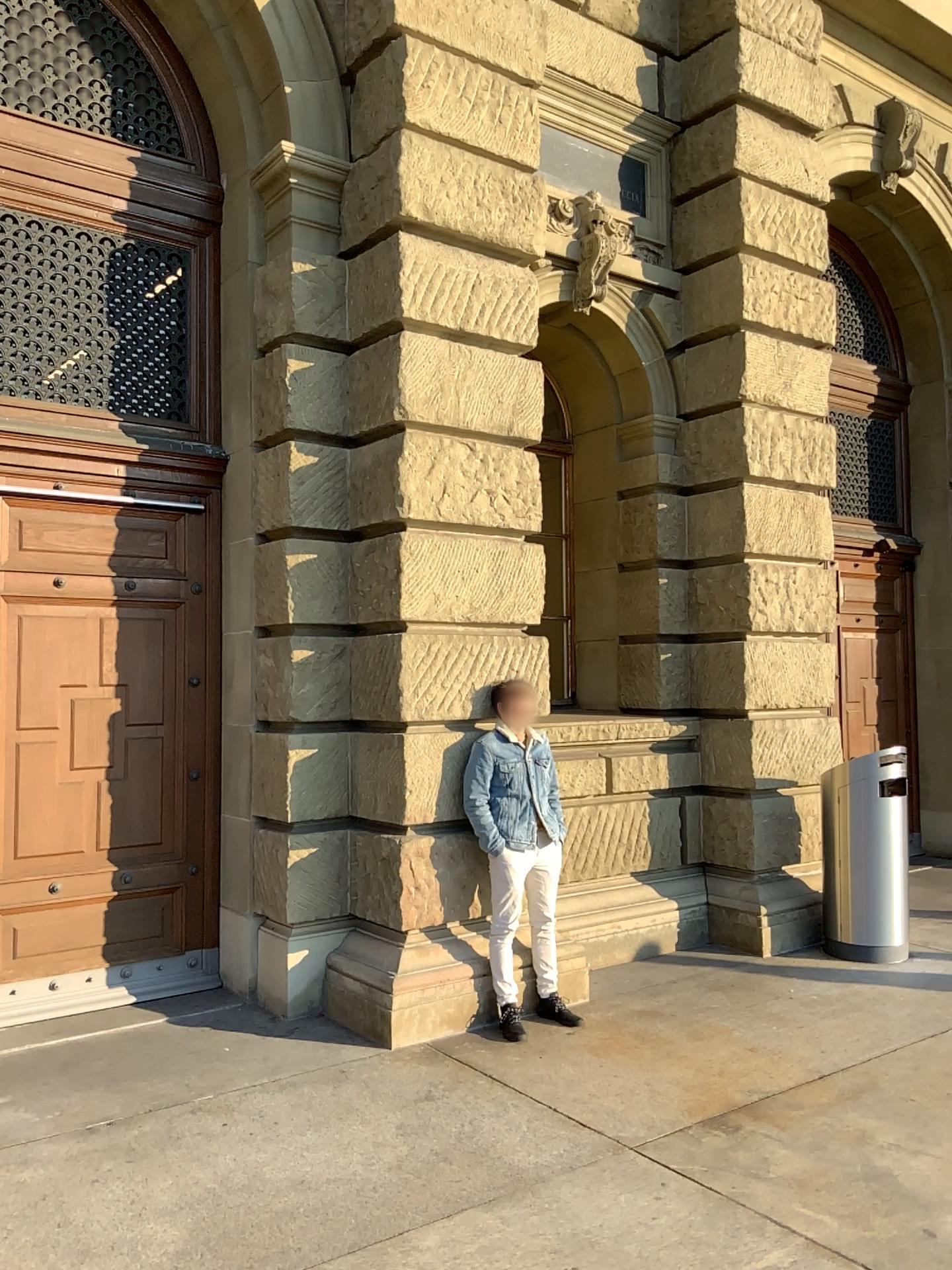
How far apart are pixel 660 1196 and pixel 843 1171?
0.7m
